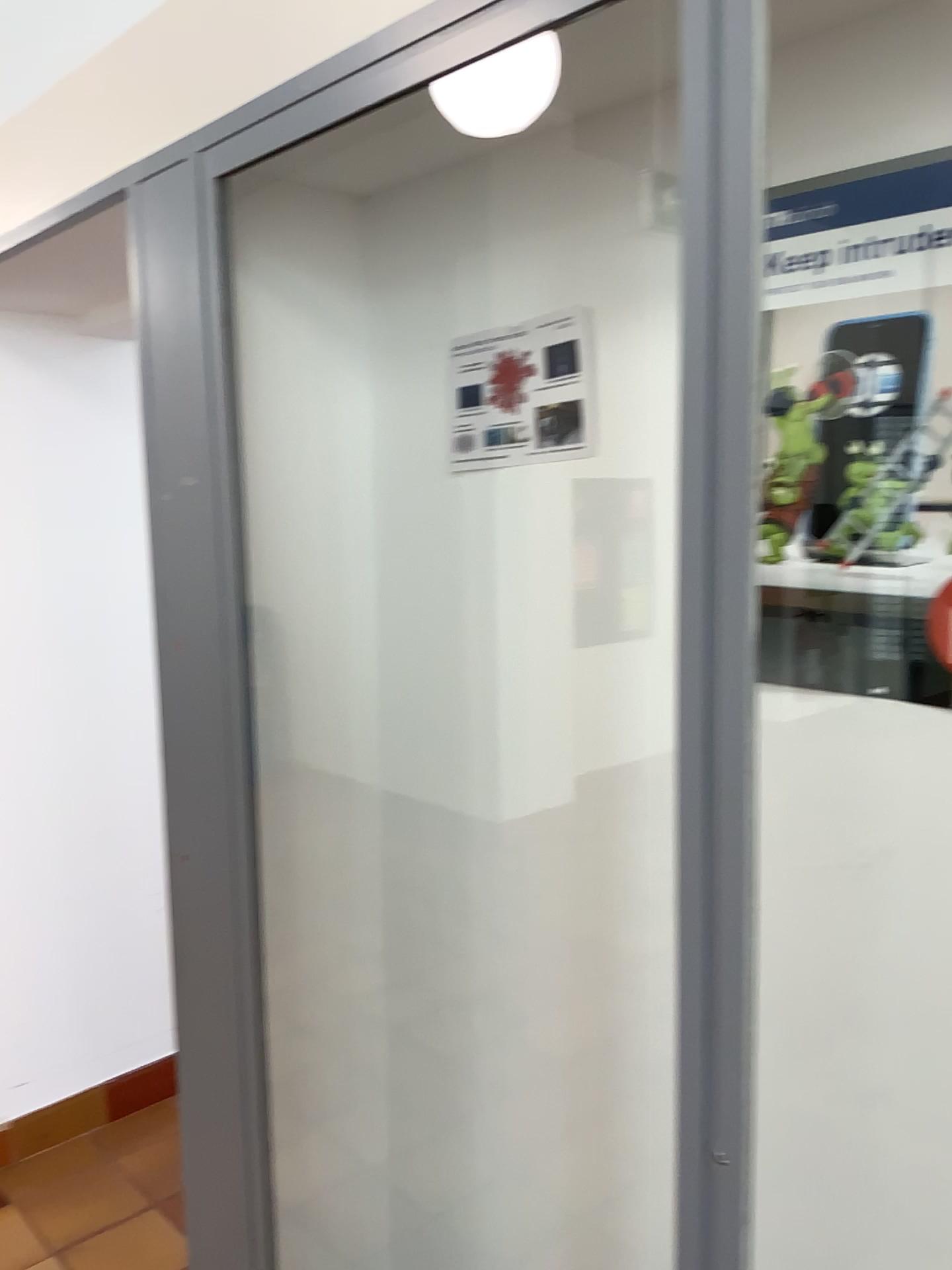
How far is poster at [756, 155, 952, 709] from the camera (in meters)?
1.16

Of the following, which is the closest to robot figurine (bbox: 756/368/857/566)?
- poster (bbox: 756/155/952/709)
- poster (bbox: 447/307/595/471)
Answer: poster (bbox: 756/155/952/709)

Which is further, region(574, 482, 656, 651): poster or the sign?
region(574, 482, 656, 651): poster

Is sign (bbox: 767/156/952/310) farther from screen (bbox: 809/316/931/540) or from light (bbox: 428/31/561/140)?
light (bbox: 428/31/561/140)

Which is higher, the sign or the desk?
the sign

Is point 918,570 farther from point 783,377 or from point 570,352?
point 570,352

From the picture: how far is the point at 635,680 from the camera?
1.5 meters

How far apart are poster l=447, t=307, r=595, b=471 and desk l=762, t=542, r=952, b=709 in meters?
0.4

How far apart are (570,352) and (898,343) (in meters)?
0.49

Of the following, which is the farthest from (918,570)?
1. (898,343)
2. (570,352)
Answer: (570,352)
